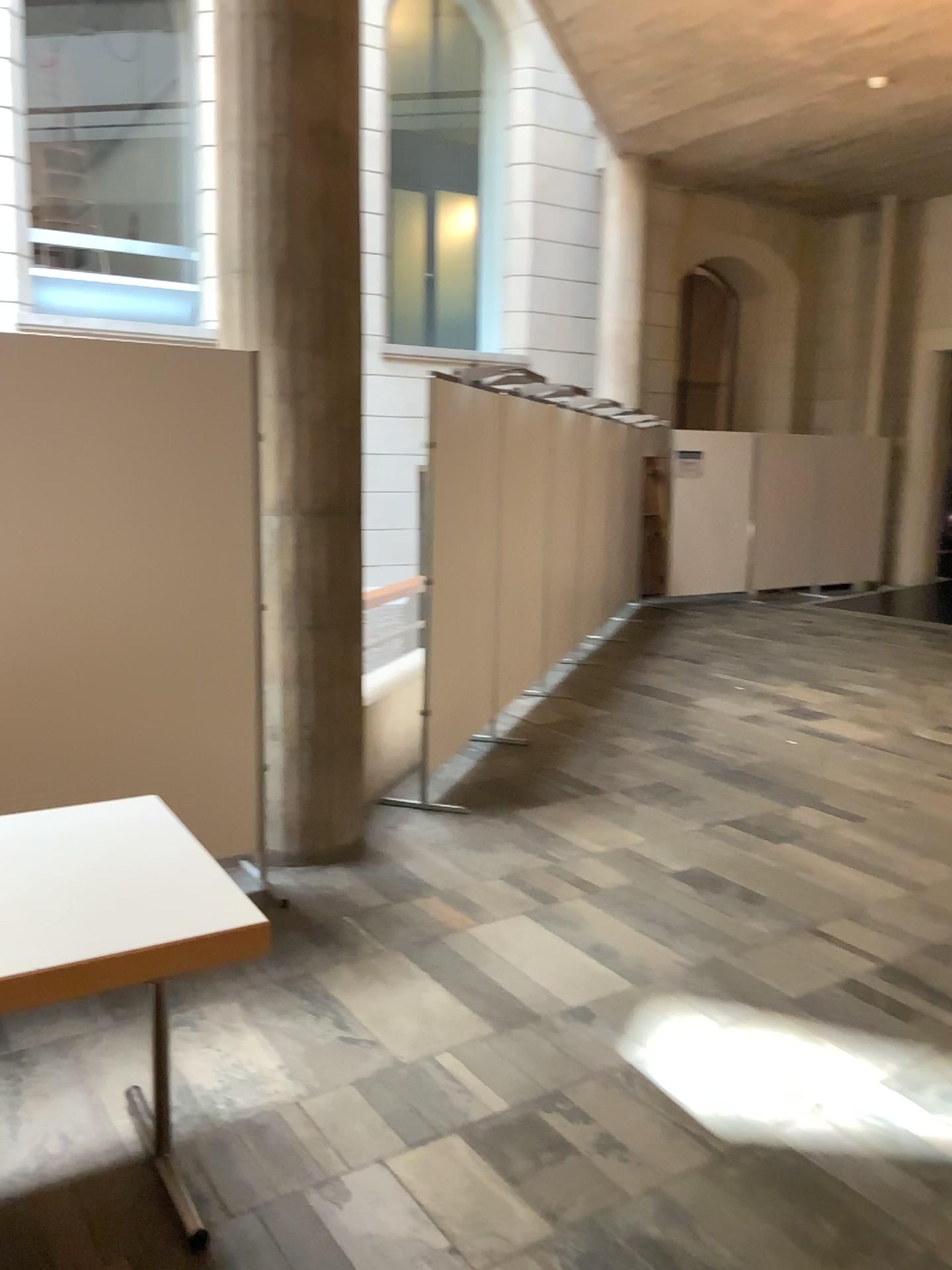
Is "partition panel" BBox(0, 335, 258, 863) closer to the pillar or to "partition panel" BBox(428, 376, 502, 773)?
the pillar

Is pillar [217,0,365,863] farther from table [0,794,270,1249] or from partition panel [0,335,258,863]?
table [0,794,270,1249]

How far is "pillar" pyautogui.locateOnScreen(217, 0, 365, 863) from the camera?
3.72m

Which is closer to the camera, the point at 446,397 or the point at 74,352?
the point at 74,352

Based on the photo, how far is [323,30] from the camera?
3.7m

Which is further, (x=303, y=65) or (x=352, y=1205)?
(x=303, y=65)

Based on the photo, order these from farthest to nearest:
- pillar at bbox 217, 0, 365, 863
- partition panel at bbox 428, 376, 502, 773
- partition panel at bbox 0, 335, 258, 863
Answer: partition panel at bbox 428, 376, 502, 773 → pillar at bbox 217, 0, 365, 863 → partition panel at bbox 0, 335, 258, 863

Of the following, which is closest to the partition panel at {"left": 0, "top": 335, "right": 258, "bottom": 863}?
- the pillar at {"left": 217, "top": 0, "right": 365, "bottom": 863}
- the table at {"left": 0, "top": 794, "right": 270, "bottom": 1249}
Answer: the pillar at {"left": 217, "top": 0, "right": 365, "bottom": 863}

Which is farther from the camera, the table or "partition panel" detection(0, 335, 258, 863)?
"partition panel" detection(0, 335, 258, 863)

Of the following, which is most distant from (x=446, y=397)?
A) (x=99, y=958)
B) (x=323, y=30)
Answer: (x=99, y=958)
